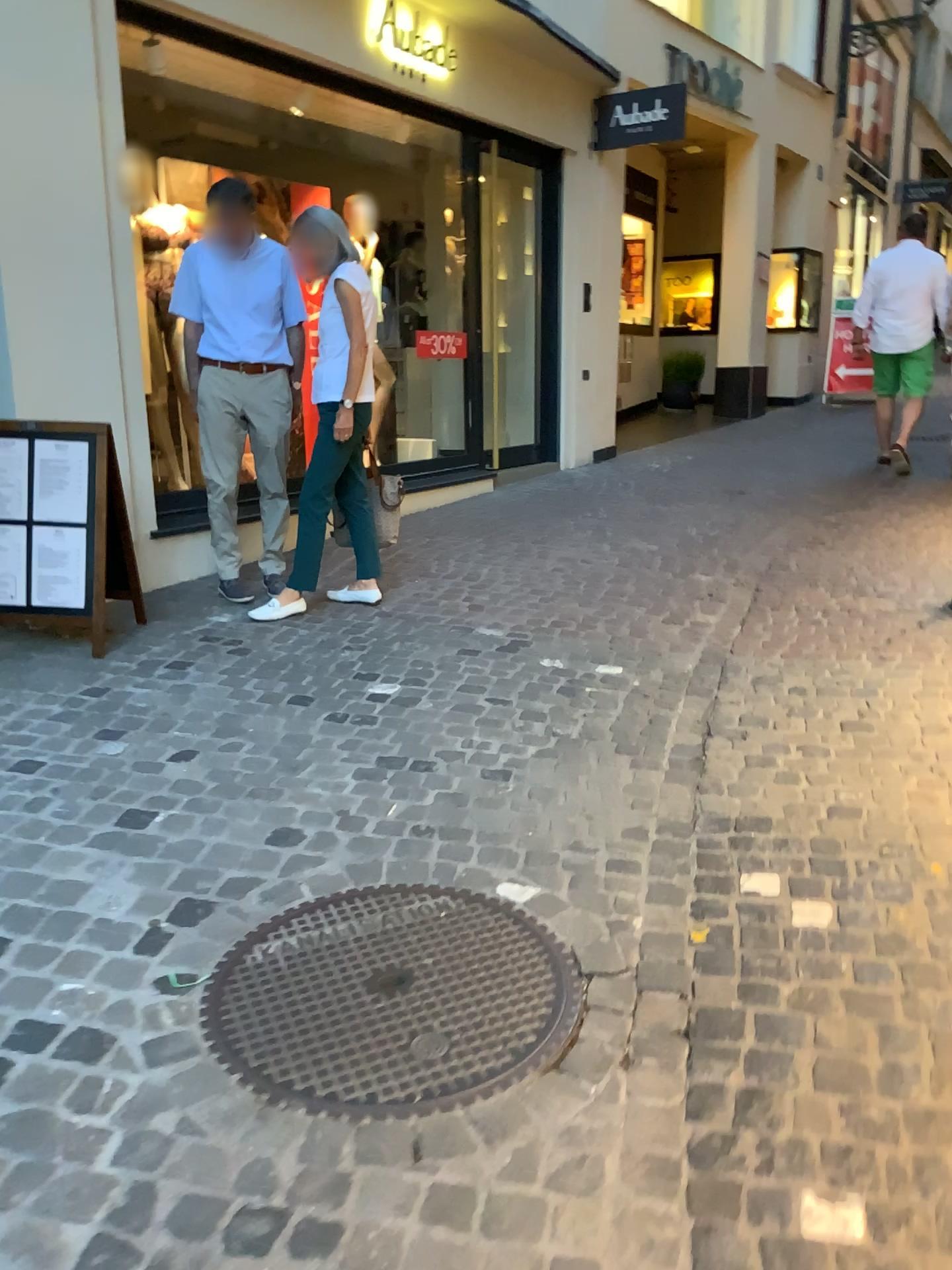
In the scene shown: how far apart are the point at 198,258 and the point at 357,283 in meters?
0.8

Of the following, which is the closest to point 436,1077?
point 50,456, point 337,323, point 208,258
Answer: point 50,456

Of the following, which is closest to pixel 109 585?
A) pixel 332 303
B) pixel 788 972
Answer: pixel 332 303

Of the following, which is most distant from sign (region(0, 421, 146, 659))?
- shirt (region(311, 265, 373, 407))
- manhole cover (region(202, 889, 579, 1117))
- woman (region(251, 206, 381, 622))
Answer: manhole cover (region(202, 889, 579, 1117))

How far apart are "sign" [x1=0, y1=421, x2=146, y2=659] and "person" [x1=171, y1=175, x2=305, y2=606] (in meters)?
0.75

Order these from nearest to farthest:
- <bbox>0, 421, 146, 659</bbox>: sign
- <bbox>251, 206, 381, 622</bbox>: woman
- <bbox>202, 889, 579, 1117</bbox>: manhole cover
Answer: <bbox>202, 889, 579, 1117</bbox>: manhole cover, <bbox>0, 421, 146, 659</bbox>: sign, <bbox>251, 206, 381, 622</bbox>: woman

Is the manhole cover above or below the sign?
below

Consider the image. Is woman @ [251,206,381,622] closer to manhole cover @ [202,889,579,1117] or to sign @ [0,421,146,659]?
sign @ [0,421,146,659]

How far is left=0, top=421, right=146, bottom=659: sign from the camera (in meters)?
3.87

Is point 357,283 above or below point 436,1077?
above
